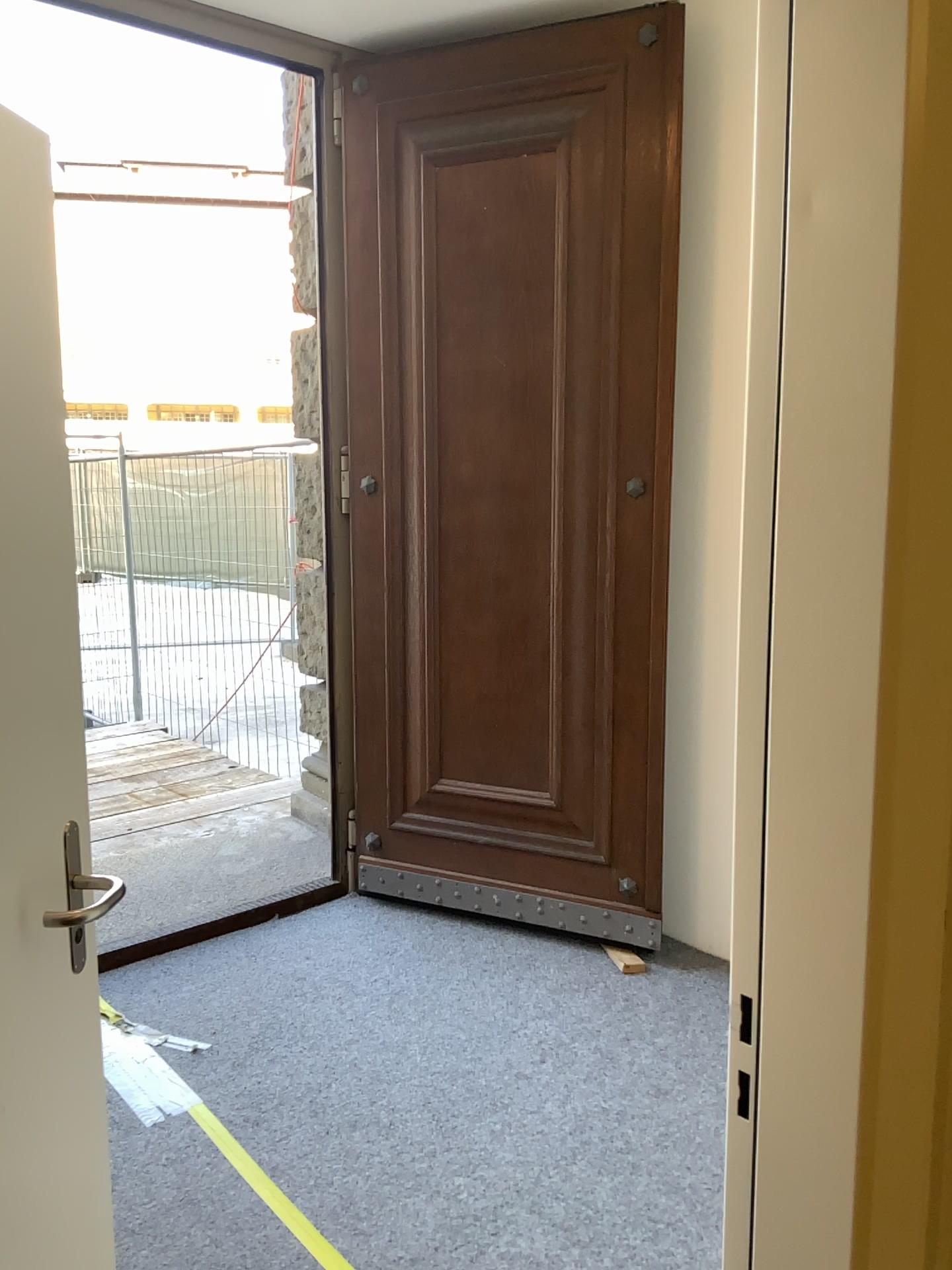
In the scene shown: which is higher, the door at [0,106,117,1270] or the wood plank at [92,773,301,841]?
the door at [0,106,117,1270]

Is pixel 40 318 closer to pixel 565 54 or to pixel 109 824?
pixel 565 54

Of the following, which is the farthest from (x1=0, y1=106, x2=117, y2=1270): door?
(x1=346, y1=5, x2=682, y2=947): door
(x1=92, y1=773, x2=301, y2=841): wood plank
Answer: (x1=92, y1=773, x2=301, y2=841): wood plank

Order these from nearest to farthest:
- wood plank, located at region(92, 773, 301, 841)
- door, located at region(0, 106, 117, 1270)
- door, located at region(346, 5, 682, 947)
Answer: door, located at region(0, 106, 117, 1270)
door, located at region(346, 5, 682, 947)
wood plank, located at region(92, 773, 301, 841)

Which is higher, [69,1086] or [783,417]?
[783,417]

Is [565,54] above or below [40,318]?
above

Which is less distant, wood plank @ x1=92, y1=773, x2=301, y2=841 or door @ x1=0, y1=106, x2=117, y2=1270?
door @ x1=0, y1=106, x2=117, y2=1270

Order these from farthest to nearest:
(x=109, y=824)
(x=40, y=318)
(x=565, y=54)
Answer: (x=109, y=824)
(x=565, y=54)
(x=40, y=318)

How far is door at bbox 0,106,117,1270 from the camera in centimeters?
129cm

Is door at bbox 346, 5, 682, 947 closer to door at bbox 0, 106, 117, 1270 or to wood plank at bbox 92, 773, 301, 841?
wood plank at bbox 92, 773, 301, 841
